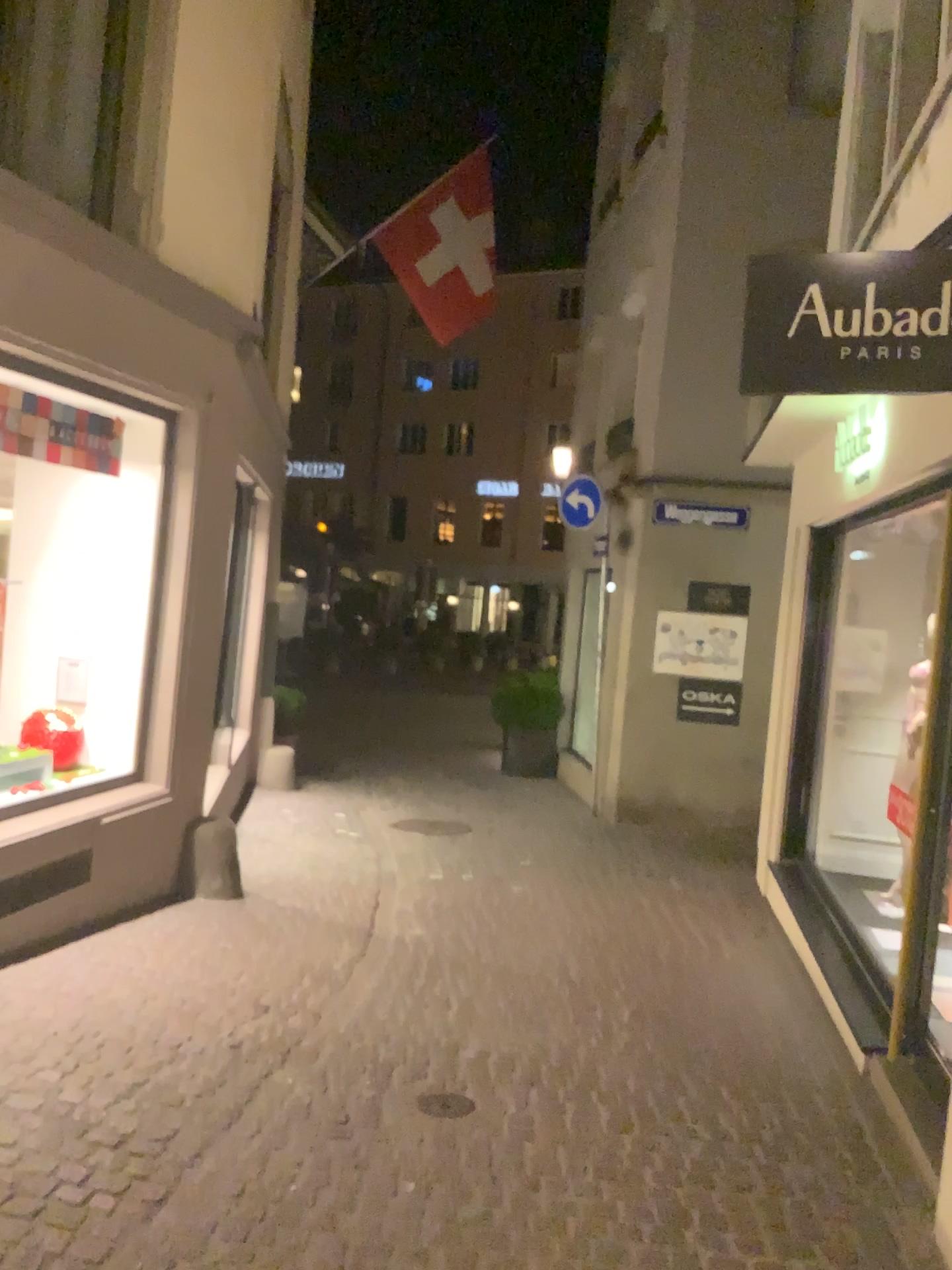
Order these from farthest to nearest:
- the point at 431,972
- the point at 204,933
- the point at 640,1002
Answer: the point at 204,933, the point at 431,972, the point at 640,1002

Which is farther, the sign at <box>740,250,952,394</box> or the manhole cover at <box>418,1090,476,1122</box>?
the manhole cover at <box>418,1090,476,1122</box>

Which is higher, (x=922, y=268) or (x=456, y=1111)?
(x=922, y=268)

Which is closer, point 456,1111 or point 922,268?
point 922,268

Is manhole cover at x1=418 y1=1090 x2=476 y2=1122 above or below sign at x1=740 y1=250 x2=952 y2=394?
below
